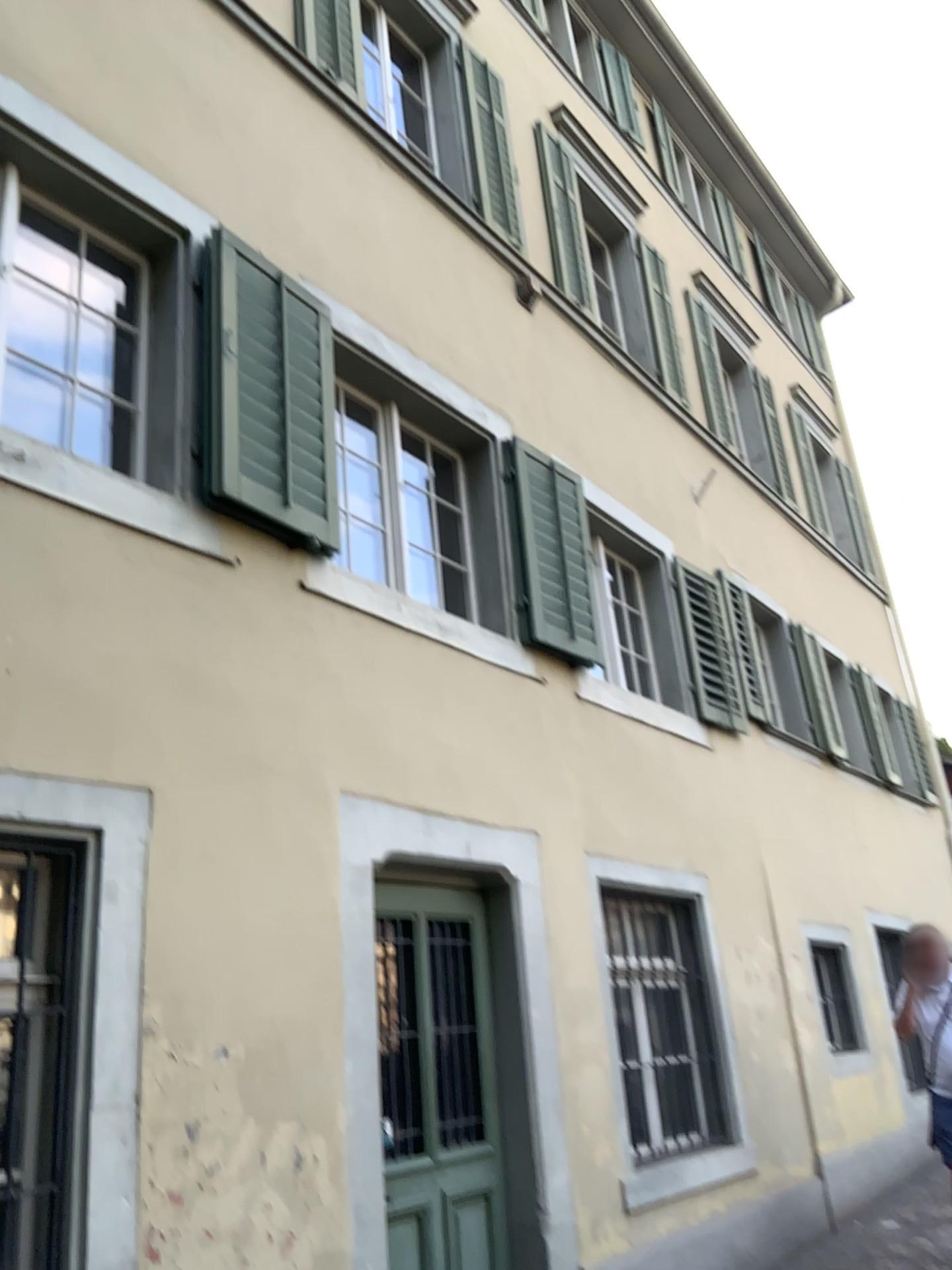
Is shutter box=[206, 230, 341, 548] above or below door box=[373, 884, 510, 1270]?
above

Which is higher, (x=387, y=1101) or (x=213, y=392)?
(x=213, y=392)

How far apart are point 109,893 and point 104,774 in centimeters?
36cm
